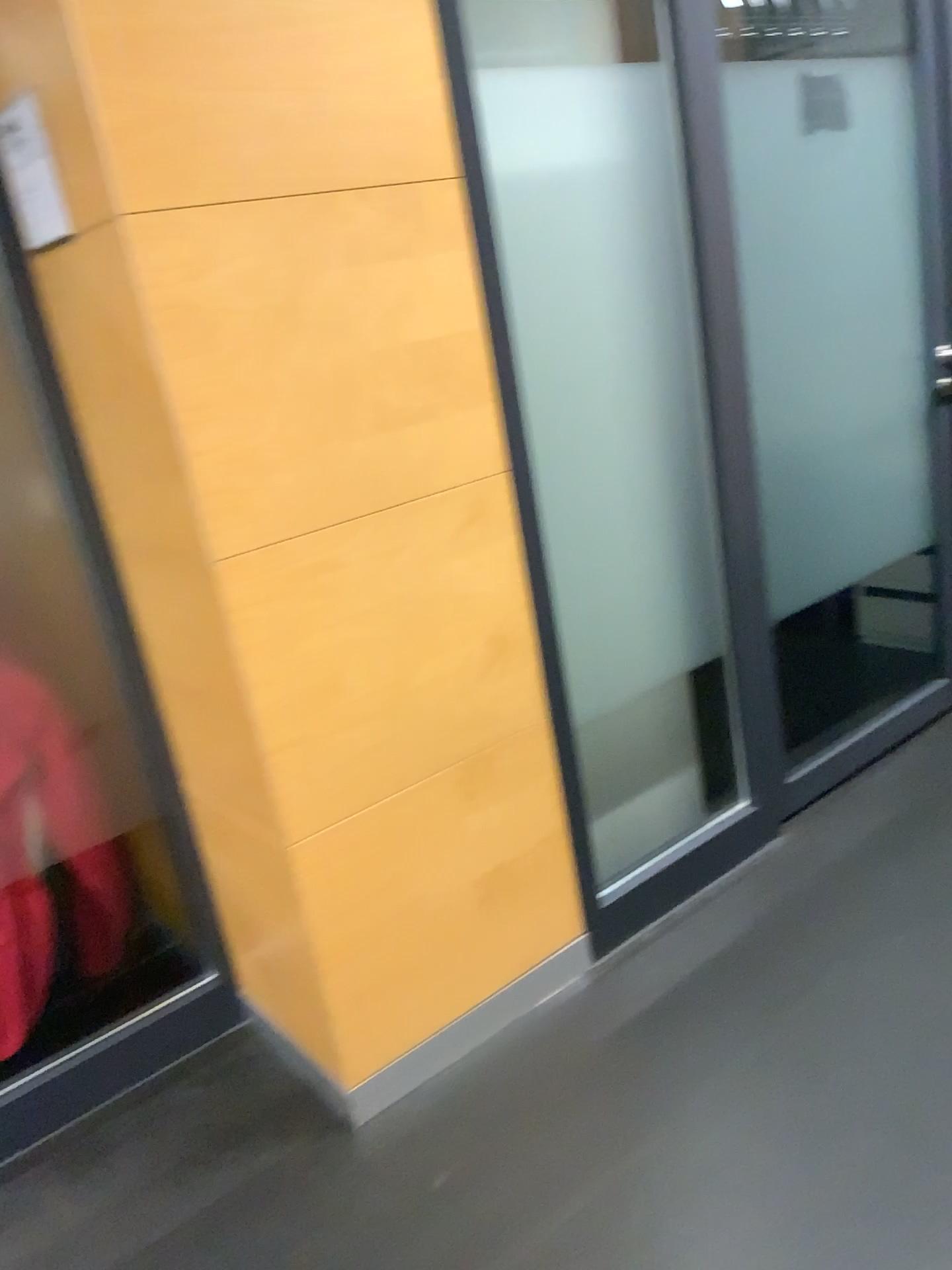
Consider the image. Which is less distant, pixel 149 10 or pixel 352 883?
pixel 149 10

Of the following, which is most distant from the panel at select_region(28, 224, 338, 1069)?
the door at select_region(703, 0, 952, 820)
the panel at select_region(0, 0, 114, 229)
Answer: the door at select_region(703, 0, 952, 820)

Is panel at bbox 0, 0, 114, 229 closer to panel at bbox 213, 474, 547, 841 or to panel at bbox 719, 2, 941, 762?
panel at bbox 213, 474, 547, 841

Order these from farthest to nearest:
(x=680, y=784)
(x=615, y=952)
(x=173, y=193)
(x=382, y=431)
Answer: (x=680, y=784)
(x=615, y=952)
(x=382, y=431)
(x=173, y=193)

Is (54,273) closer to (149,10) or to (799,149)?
(149,10)

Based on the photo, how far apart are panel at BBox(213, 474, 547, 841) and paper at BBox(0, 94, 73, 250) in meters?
0.6

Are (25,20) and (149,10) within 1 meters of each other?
yes

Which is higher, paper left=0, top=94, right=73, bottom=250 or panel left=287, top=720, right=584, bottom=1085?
paper left=0, top=94, right=73, bottom=250

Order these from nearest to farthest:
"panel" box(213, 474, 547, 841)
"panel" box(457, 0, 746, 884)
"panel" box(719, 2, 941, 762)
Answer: "panel" box(213, 474, 547, 841), "panel" box(457, 0, 746, 884), "panel" box(719, 2, 941, 762)

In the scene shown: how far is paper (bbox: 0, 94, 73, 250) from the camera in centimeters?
154cm
